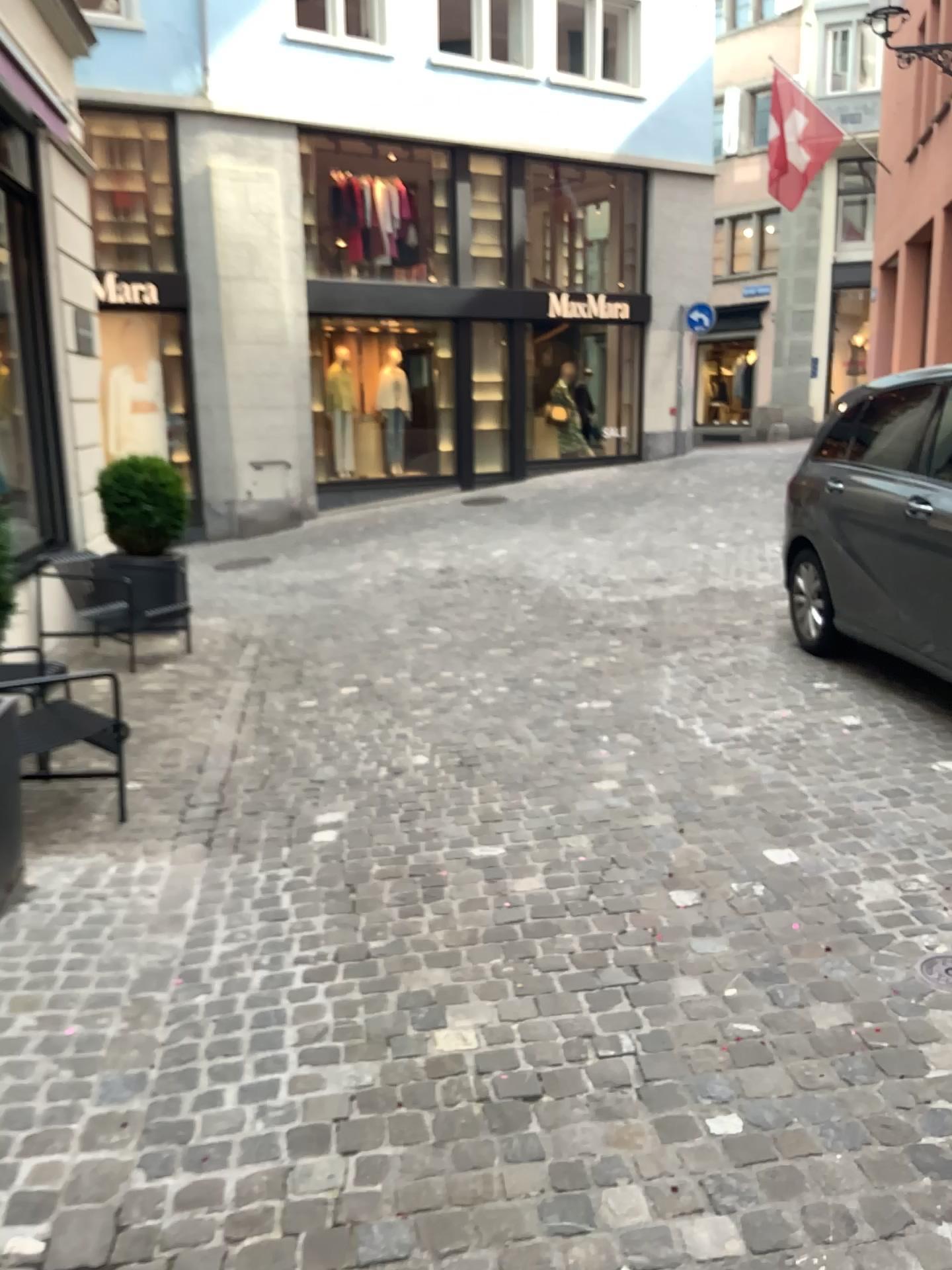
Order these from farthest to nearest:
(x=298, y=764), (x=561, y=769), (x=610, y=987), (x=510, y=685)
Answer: (x=510, y=685) → (x=298, y=764) → (x=561, y=769) → (x=610, y=987)
